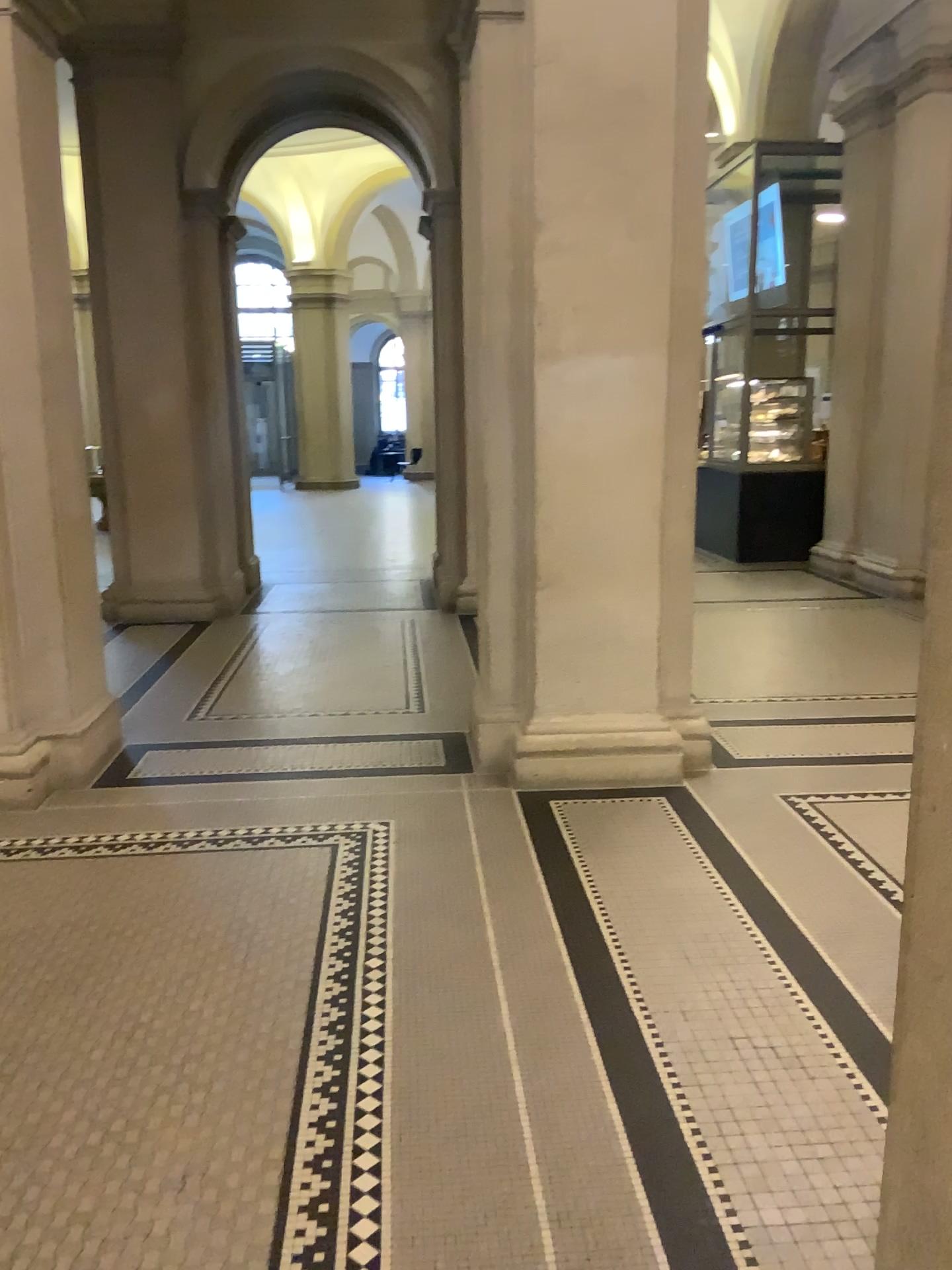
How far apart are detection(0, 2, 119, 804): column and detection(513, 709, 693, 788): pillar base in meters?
1.8 m

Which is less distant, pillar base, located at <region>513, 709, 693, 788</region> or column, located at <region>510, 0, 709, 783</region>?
column, located at <region>510, 0, 709, 783</region>

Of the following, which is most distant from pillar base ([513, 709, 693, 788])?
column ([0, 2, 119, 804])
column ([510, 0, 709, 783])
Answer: column ([0, 2, 119, 804])

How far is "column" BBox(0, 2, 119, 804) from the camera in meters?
4.2 m

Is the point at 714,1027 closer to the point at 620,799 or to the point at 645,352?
the point at 620,799

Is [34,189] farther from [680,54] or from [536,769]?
[536,769]

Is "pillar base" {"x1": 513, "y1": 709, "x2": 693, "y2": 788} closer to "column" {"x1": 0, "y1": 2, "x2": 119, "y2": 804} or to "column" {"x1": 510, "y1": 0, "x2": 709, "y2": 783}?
"column" {"x1": 510, "y1": 0, "x2": 709, "y2": 783}

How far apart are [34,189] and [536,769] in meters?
3.1

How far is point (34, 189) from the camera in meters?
4.2 m
